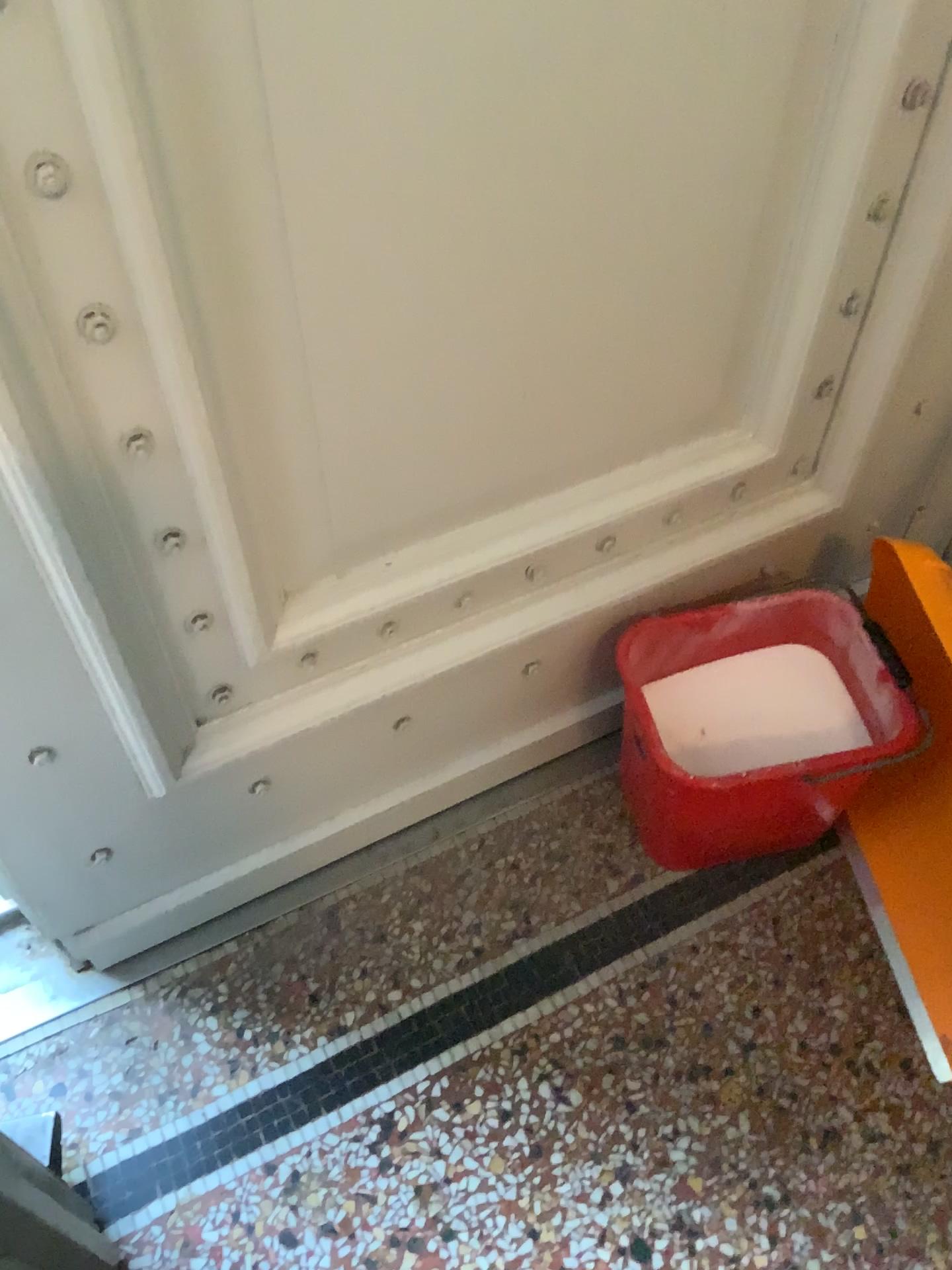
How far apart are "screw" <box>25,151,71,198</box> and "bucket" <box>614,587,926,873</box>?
0.80m

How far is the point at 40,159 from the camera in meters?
0.6 m

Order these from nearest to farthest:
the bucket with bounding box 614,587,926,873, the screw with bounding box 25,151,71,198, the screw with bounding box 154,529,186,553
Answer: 1. the screw with bounding box 25,151,71,198
2. the screw with bounding box 154,529,186,553
3. the bucket with bounding box 614,587,926,873

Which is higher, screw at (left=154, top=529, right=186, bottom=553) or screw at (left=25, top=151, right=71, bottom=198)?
screw at (left=25, top=151, right=71, bottom=198)

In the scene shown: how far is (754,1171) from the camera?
1.1m

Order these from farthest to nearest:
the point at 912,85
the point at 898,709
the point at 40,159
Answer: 1. the point at 898,709
2. the point at 912,85
3. the point at 40,159

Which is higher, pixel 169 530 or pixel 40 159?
pixel 40 159

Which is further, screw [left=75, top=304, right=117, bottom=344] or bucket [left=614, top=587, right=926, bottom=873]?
bucket [left=614, top=587, right=926, bottom=873]

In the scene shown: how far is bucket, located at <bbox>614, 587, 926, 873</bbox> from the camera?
1.2 meters

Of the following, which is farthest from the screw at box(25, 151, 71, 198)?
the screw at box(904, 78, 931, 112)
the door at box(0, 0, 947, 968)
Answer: the screw at box(904, 78, 931, 112)
